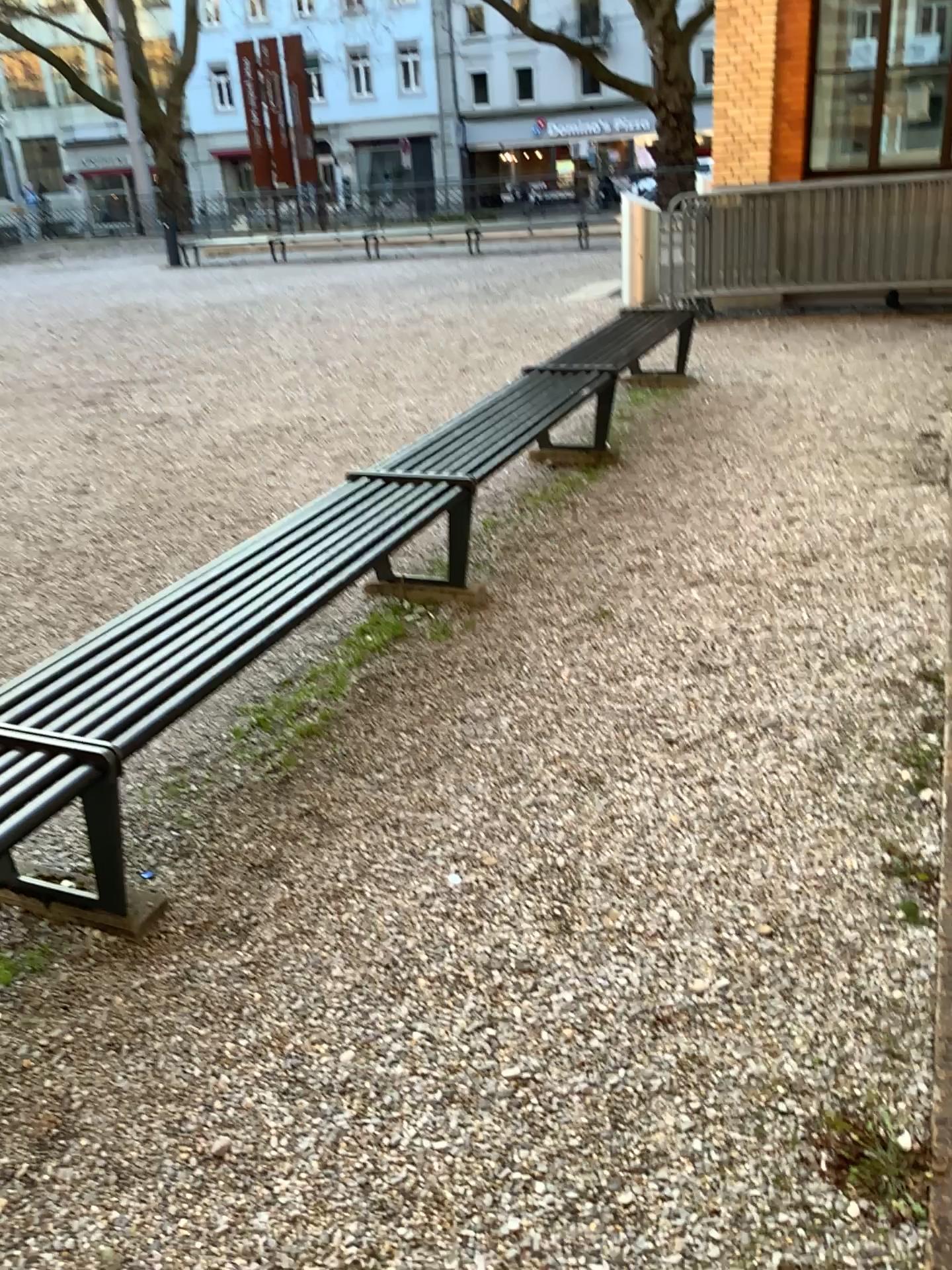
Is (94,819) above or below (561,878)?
above
